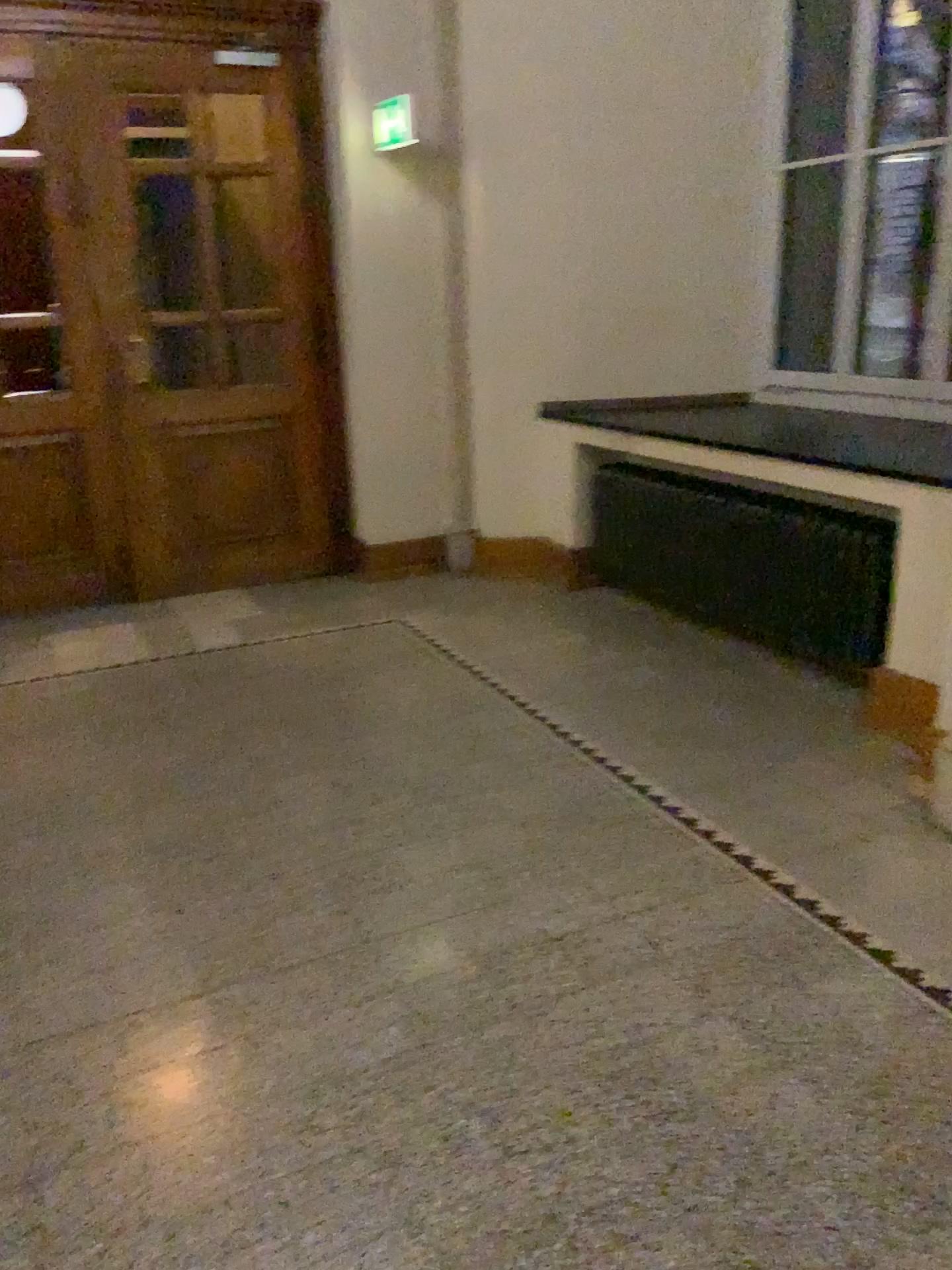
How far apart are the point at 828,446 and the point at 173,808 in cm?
287
